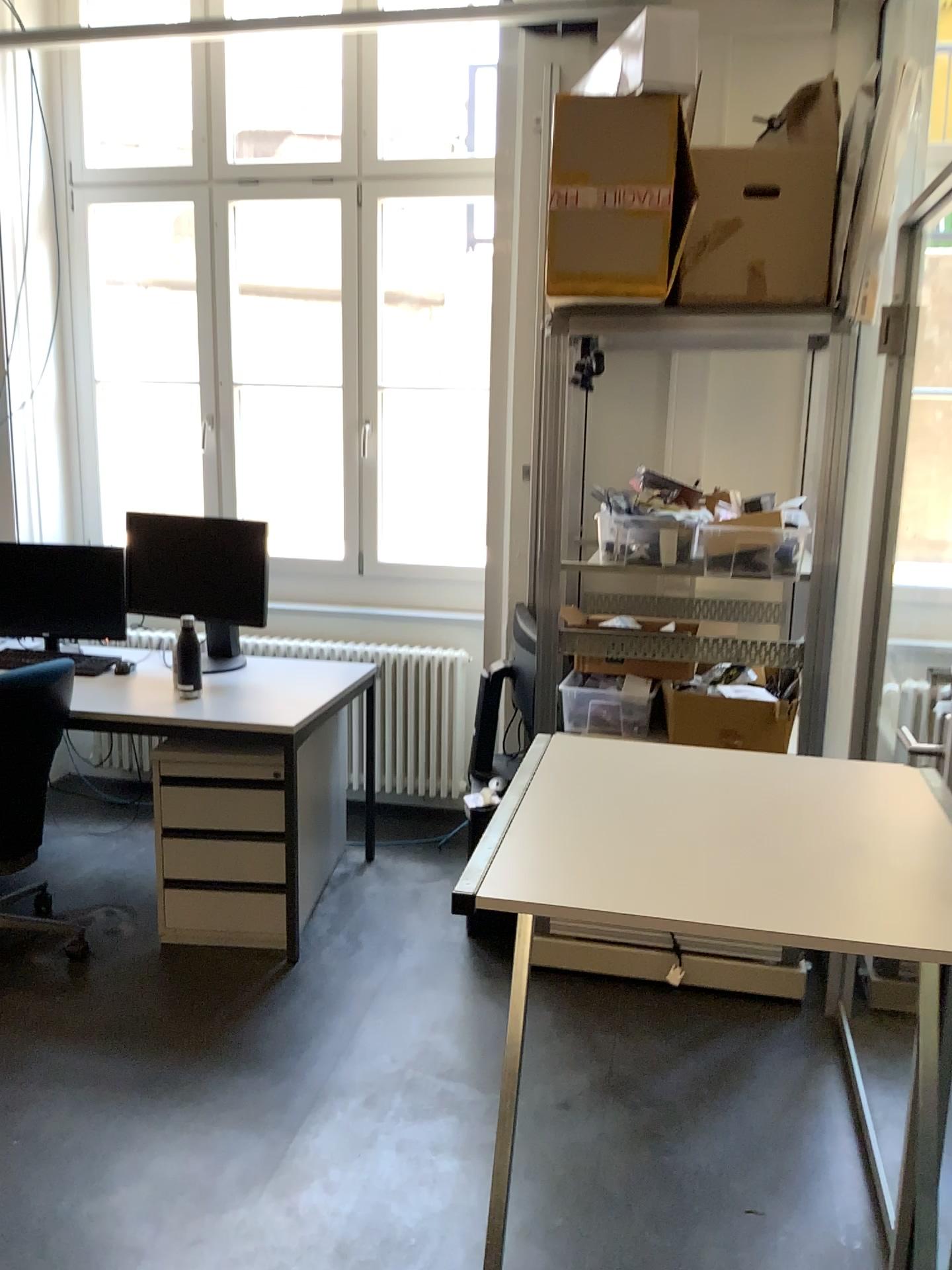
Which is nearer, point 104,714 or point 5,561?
point 104,714

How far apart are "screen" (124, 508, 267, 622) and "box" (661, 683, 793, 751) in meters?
1.5 m

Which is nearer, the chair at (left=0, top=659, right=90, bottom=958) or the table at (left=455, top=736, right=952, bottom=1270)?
the table at (left=455, top=736, right=952, bottom=1270)

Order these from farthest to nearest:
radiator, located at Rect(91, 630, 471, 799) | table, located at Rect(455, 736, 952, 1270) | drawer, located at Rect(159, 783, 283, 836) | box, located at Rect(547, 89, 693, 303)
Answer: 1. radiator, located at Rect(91, 630, 471, 799)
2. drawer, located at Rect(159, 783, 283, 836)
3. box, located at Rect(547, 89, 693, 303)
4. table, located at Rect(455, 736, 952, 1270)

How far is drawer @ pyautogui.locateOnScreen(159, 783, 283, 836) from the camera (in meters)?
3.16

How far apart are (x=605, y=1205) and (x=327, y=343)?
3.3m

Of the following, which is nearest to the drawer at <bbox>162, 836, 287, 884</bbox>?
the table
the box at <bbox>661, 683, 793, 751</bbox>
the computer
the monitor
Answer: the computer

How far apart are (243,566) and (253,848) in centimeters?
97cm

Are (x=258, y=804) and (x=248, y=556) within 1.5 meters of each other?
yes

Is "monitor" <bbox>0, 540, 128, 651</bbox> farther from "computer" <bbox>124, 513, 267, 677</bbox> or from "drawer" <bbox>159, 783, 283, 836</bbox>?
"drawer" <bbox>159, 783, 283, 836</bbox>
